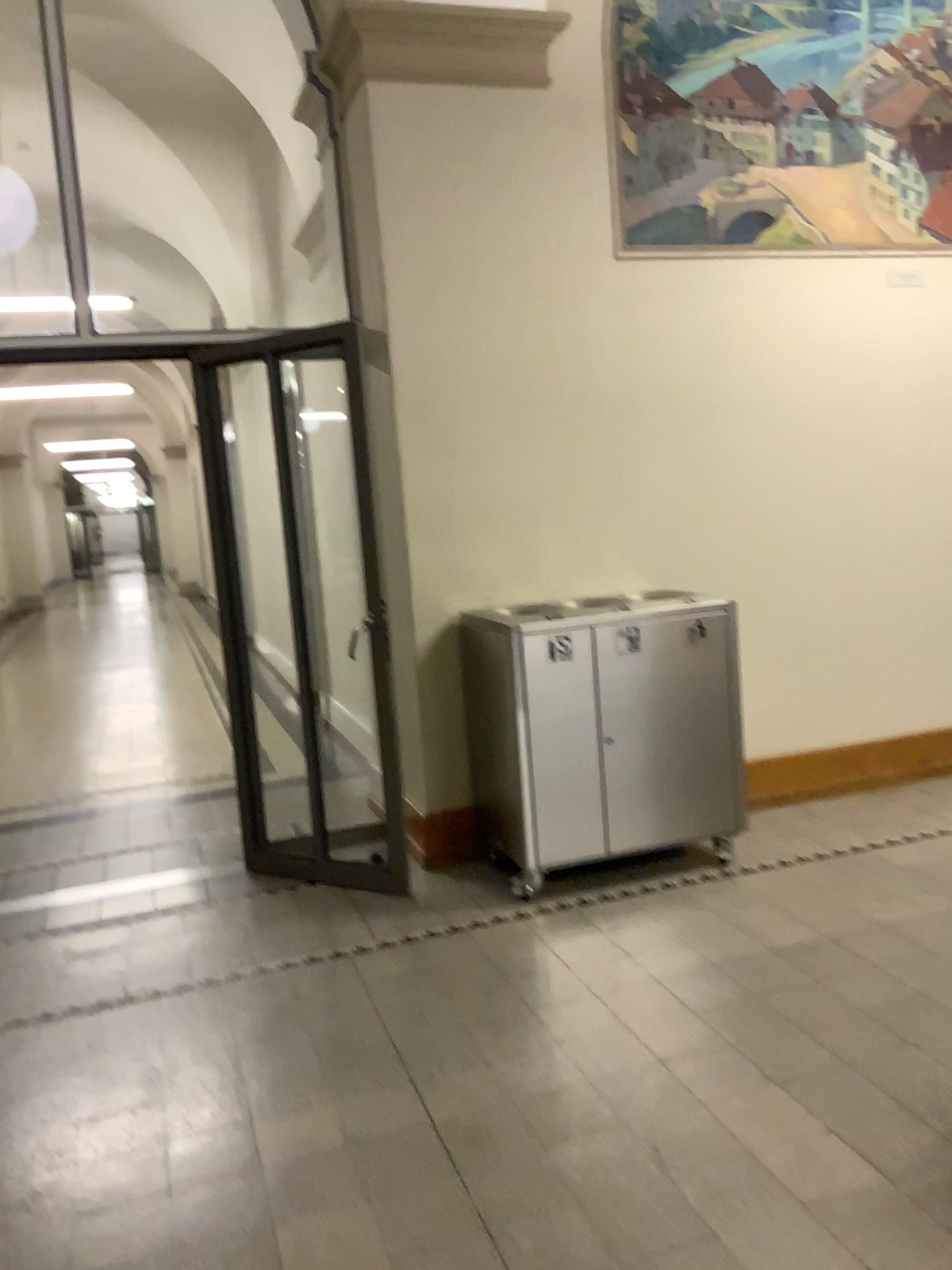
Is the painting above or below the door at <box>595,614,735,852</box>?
above

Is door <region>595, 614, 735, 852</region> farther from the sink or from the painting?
the painting

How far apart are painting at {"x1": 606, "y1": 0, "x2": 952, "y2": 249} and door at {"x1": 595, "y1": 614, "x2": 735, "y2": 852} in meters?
1.6

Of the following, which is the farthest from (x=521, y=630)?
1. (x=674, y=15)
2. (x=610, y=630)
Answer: (x=674, y=15)

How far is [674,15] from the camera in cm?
425

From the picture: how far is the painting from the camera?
4.3m

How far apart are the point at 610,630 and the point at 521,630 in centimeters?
34cm

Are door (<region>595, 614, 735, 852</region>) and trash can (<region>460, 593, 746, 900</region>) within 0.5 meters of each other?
yes

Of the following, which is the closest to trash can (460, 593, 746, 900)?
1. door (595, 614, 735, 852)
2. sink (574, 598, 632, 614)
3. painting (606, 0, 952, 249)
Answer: door (595, 614, 735, 852)

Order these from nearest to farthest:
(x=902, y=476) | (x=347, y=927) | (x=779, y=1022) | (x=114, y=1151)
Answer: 1. (x=114, y=1151)
2. (x=779, y=1022)
3. (x=347, y=927)
4. (x=902, y=476)
